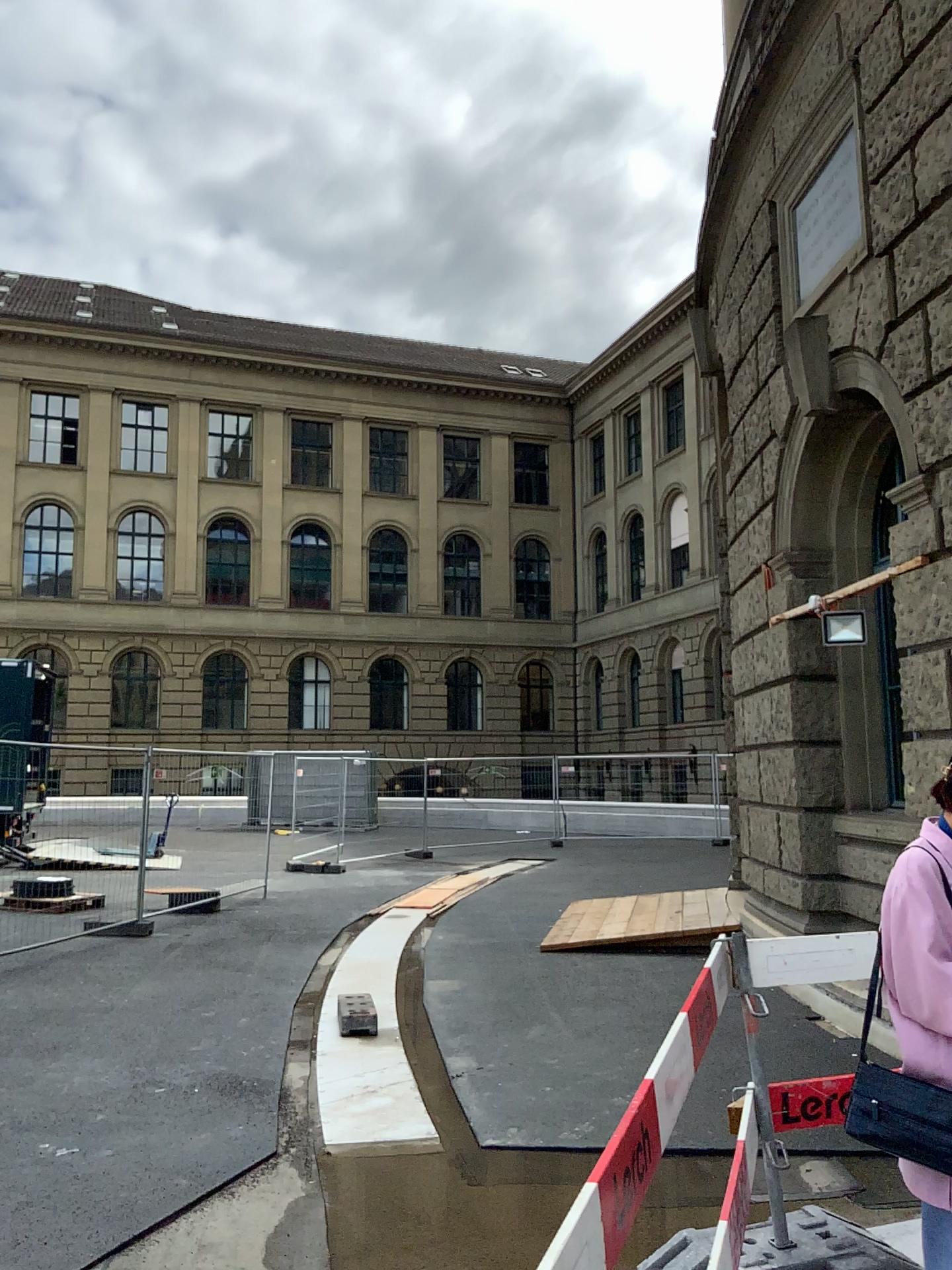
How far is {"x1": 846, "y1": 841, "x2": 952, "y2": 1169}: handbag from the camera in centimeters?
202cm

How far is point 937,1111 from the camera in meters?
2.0 m

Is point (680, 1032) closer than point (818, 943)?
Yes
